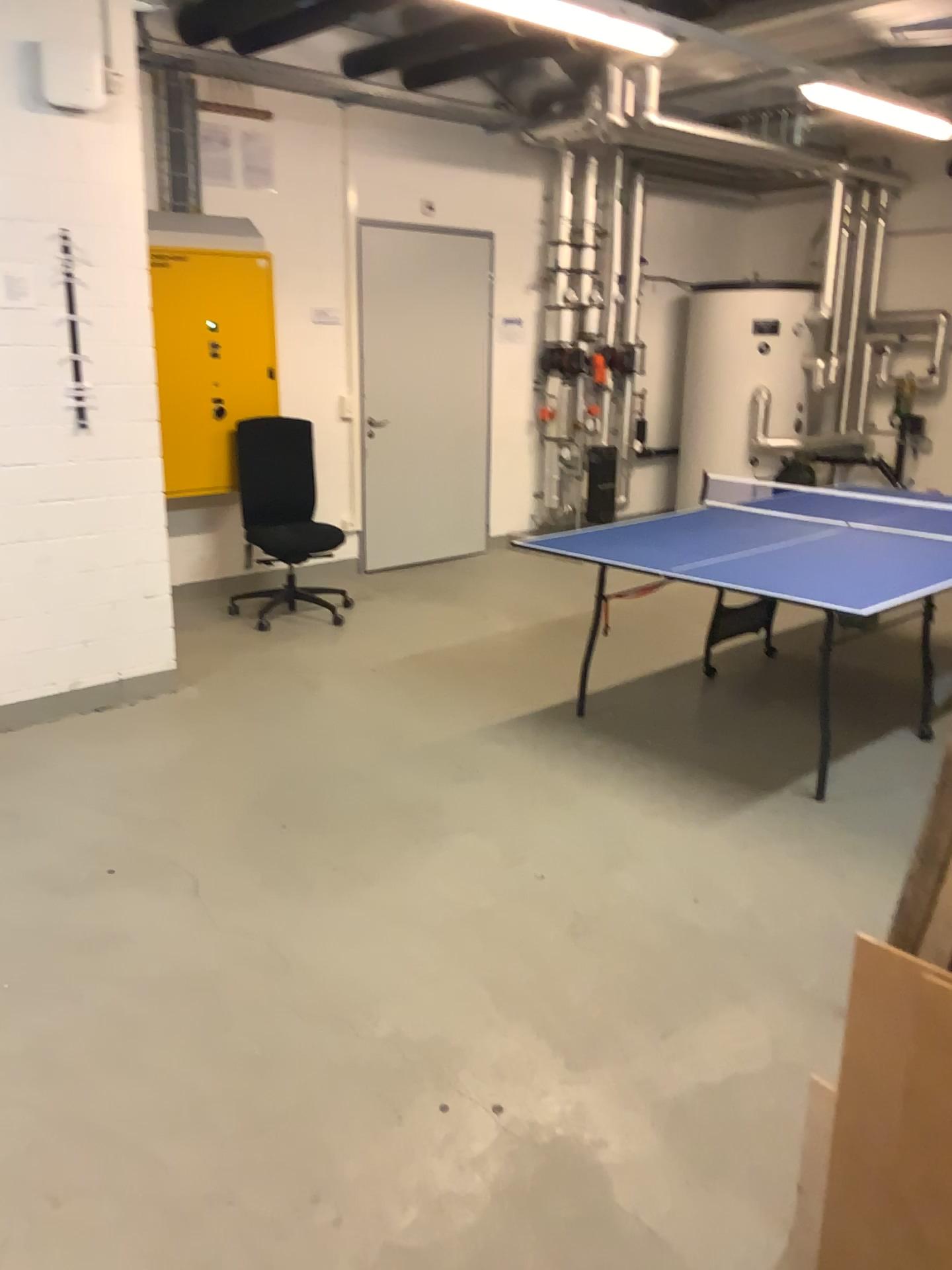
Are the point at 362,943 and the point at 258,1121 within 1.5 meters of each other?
yes
